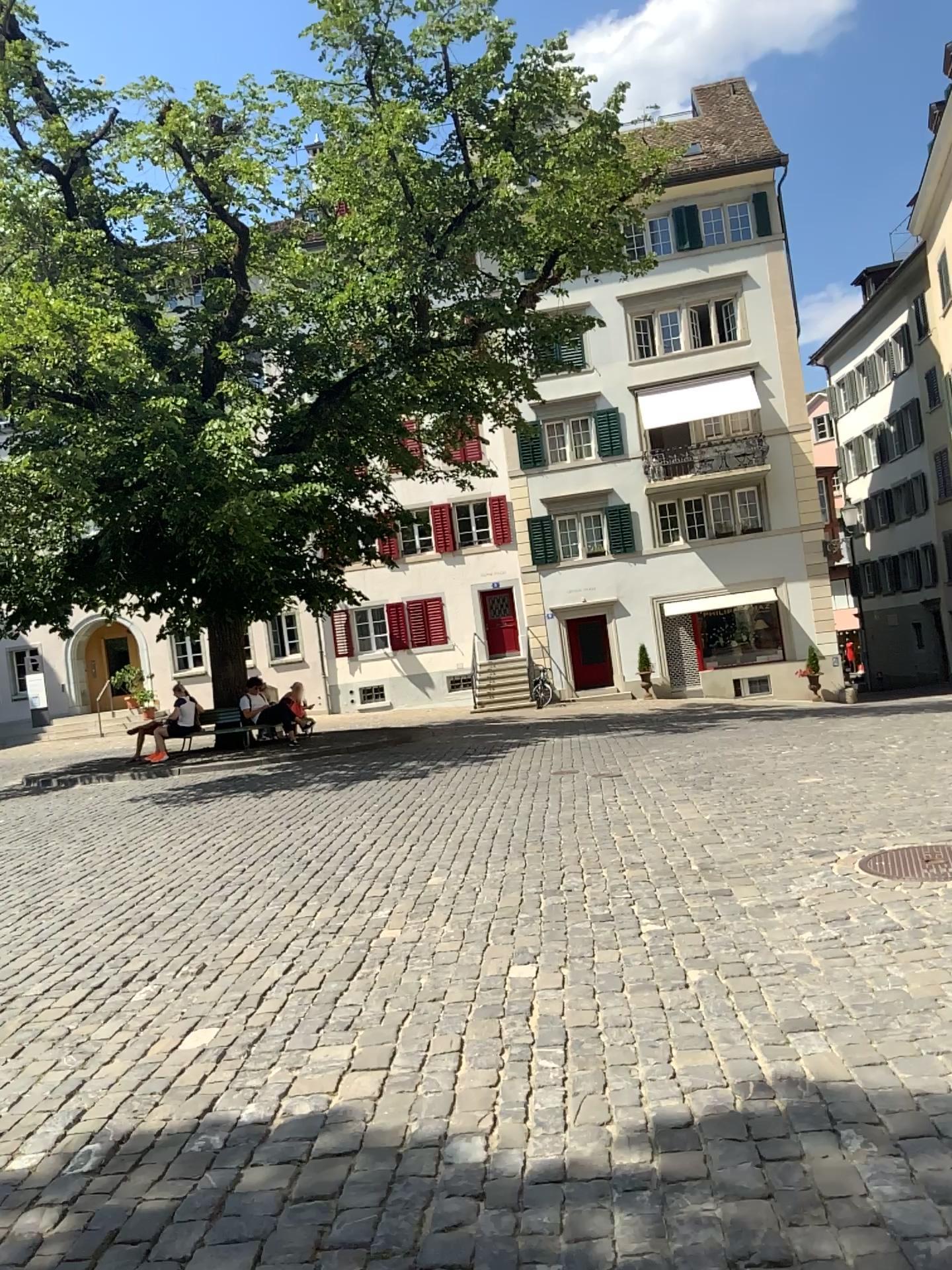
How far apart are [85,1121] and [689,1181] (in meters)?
2.06
